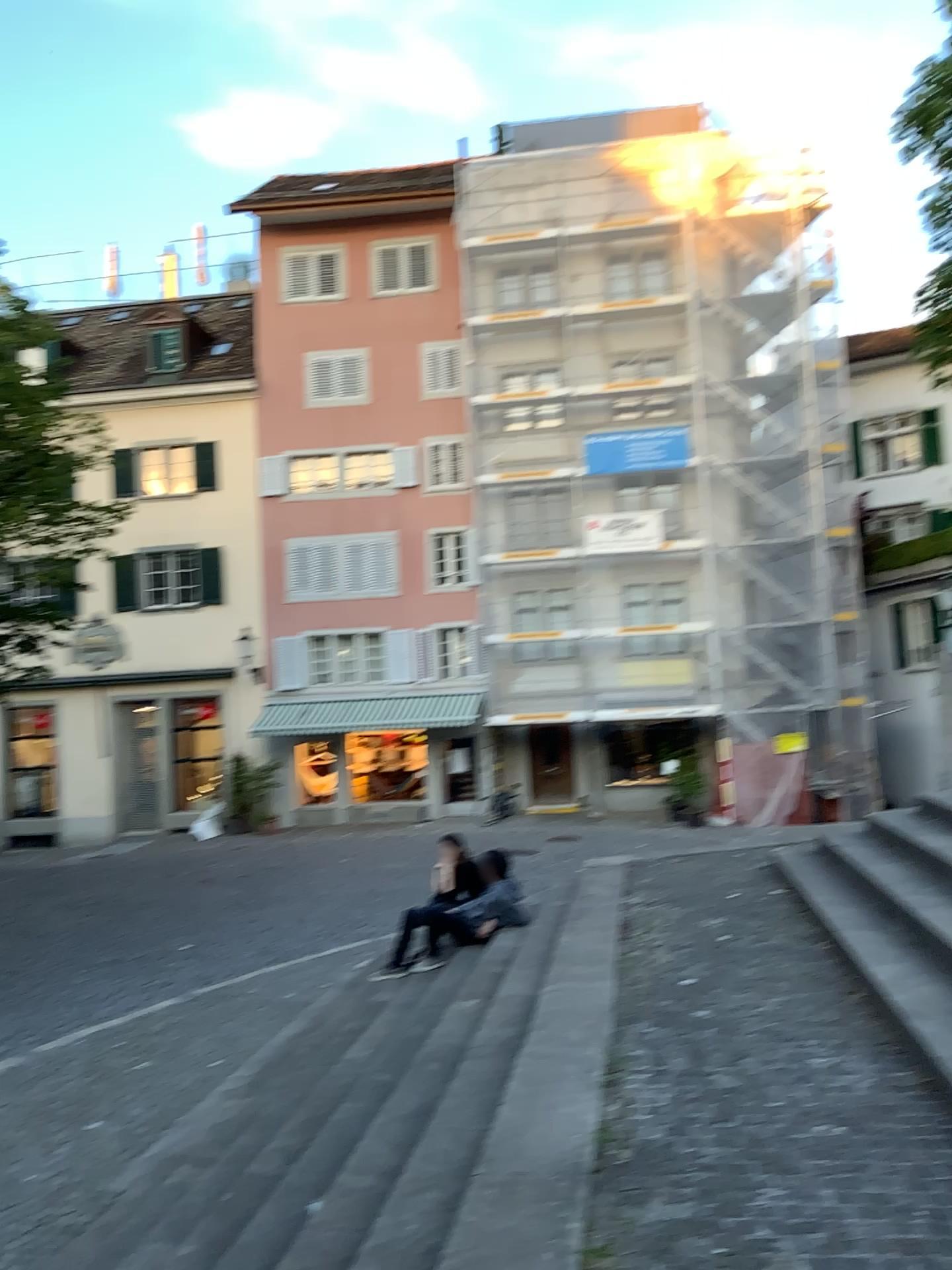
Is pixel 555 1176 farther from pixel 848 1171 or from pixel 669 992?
pixel 669 992
